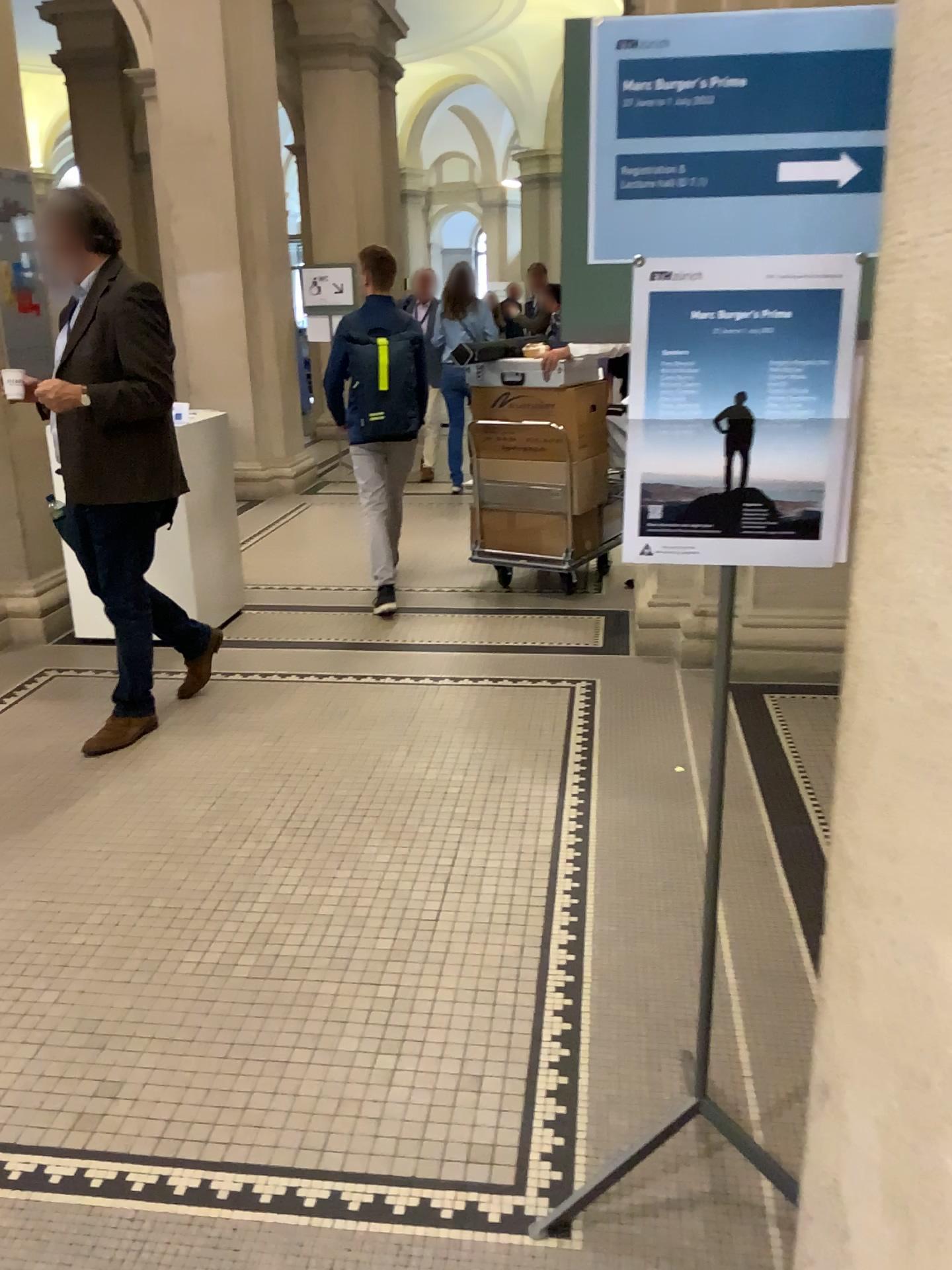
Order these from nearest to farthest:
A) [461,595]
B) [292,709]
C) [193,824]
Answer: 1. [193,824]
2. [292,709]
3. [461,595]

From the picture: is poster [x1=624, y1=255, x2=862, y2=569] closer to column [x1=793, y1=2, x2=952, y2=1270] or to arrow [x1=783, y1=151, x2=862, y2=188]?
arrow [x1=783, y1=151, x2=862, y2=188]

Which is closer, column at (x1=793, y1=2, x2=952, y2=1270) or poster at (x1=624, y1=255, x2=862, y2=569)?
column at (x1=793, y1=2, x2=952, y2=1270)

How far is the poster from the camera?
1.41m

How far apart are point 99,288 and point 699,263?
2.6 meters

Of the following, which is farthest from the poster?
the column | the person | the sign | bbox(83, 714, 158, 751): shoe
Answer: bbox(83, 714, 158, 751): shoe

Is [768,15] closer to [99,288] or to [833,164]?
[833,164]

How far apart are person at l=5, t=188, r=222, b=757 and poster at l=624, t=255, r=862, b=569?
2.41m

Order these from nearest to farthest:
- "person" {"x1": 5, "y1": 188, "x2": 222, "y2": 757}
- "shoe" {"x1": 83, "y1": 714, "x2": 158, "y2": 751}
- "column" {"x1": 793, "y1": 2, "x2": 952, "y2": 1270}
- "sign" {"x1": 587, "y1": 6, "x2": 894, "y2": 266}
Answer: "column" {"x1": 793, "y1": 2, "x2": 952, "y2": 1270}
"sign" {"x1": 587, "y1": 6, "x2": 894, "y2": 266}
"person" {"x1": 5, "y1": 188, "x2": 222, "y2": 757}
"shoe" {"x1": 83, "y1": 714, "x2": 158, "y2": 751}

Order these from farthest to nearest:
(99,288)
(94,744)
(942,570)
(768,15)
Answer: (94,744) < (99,288) < (768,15) < (942,570)
